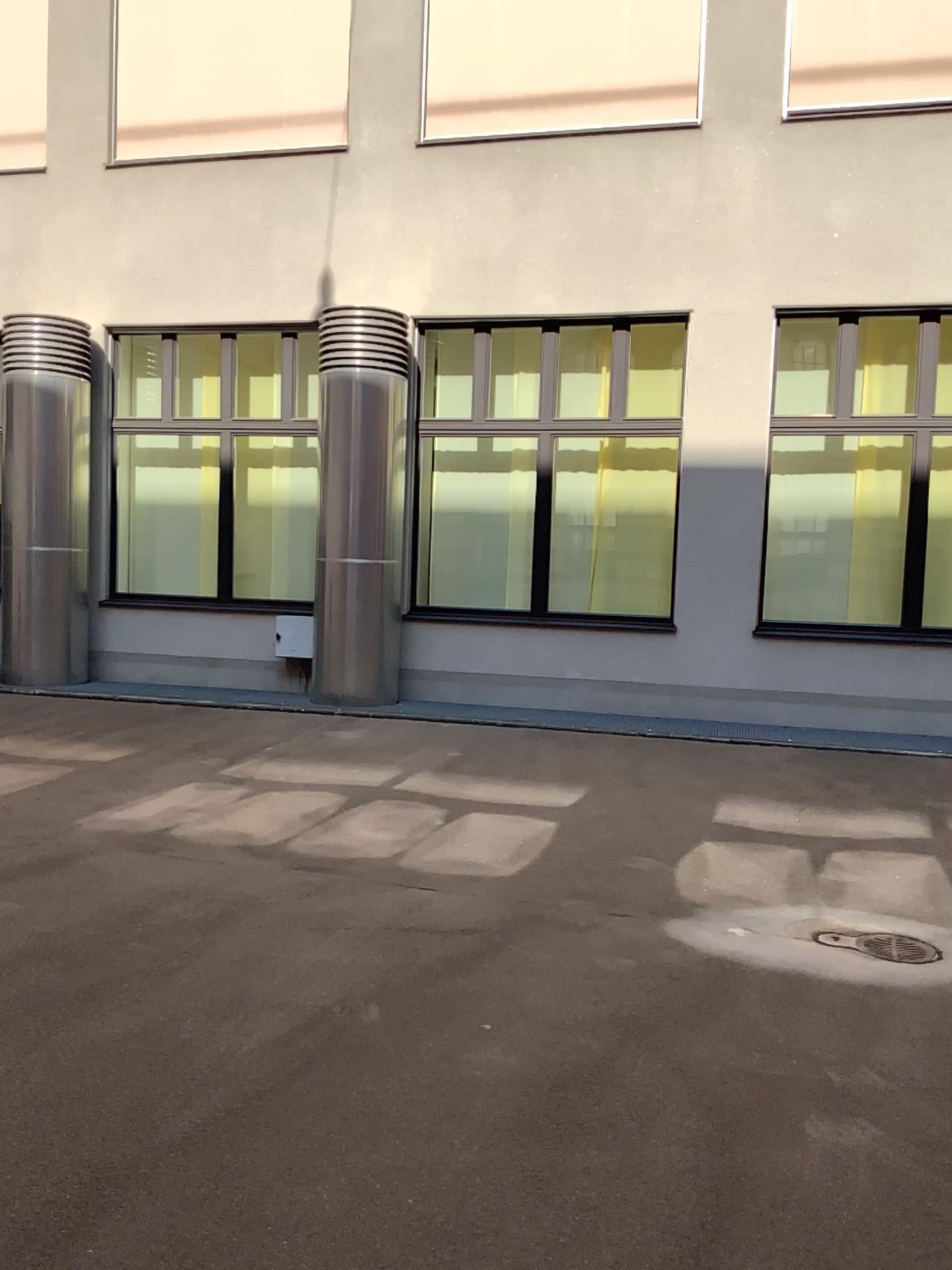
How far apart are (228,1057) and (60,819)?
2.70m
